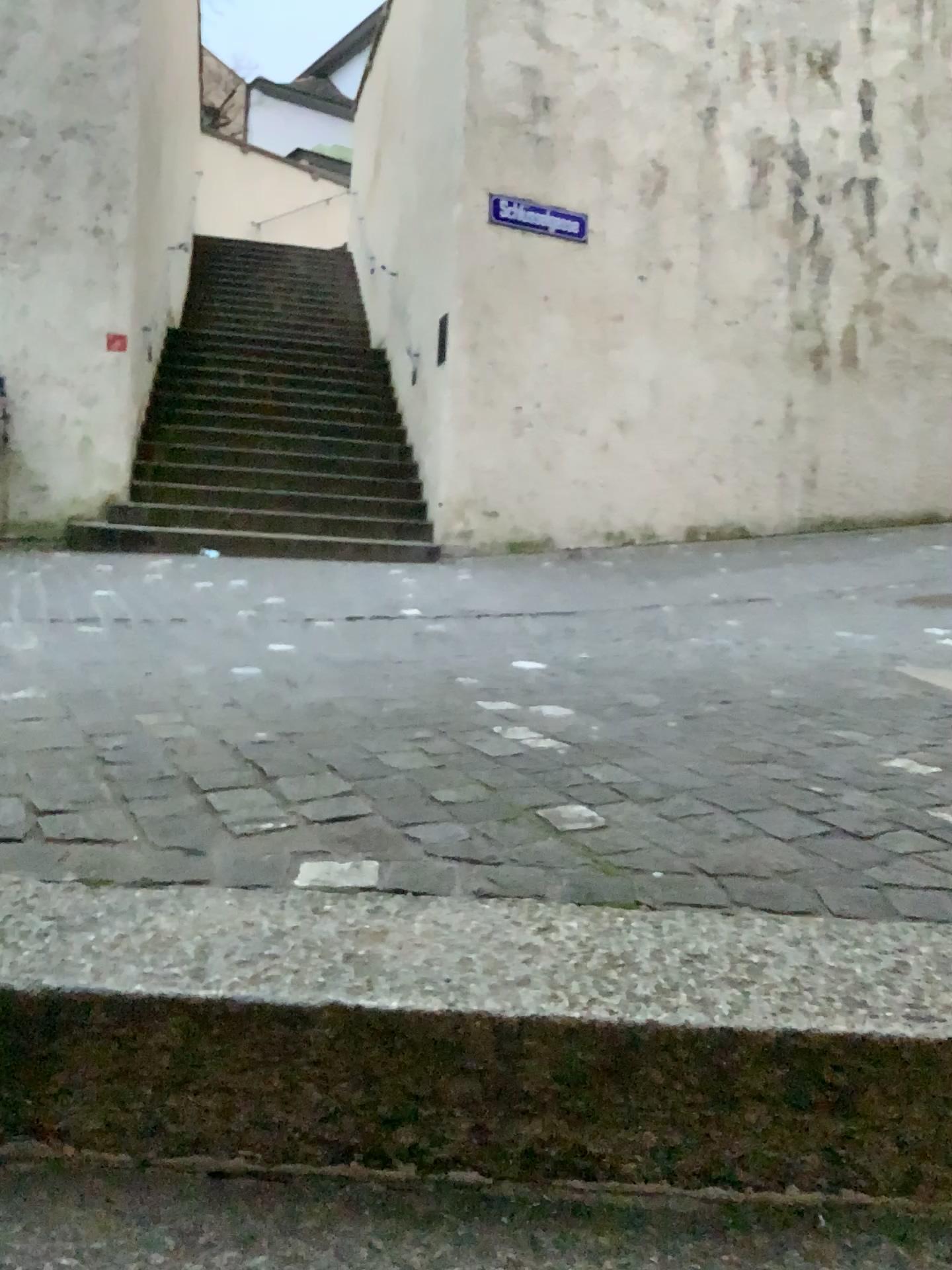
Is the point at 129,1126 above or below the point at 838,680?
below

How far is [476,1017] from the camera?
1.0 meters

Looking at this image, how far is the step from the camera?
1.0m
